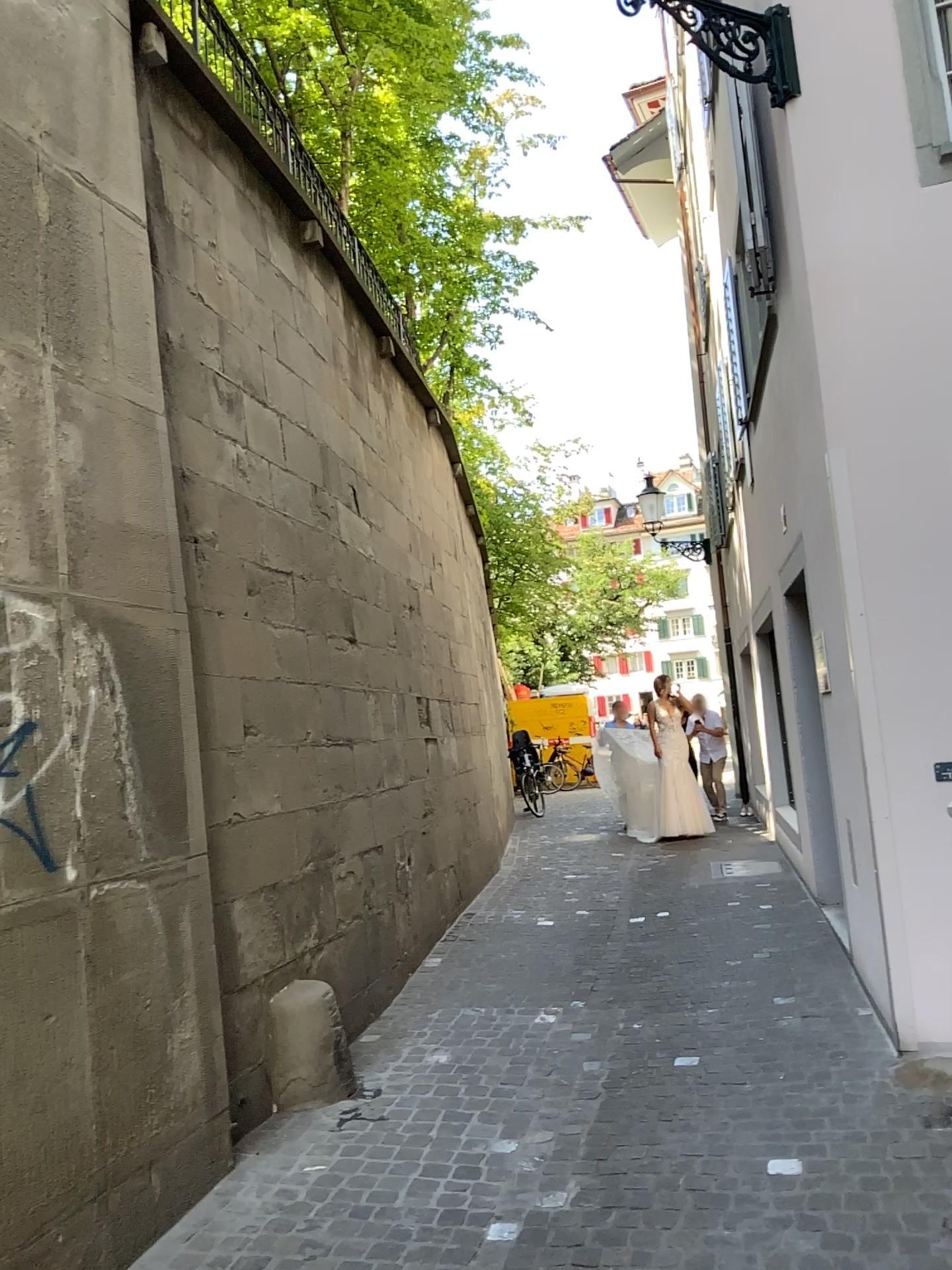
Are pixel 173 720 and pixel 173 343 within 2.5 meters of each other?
yes
